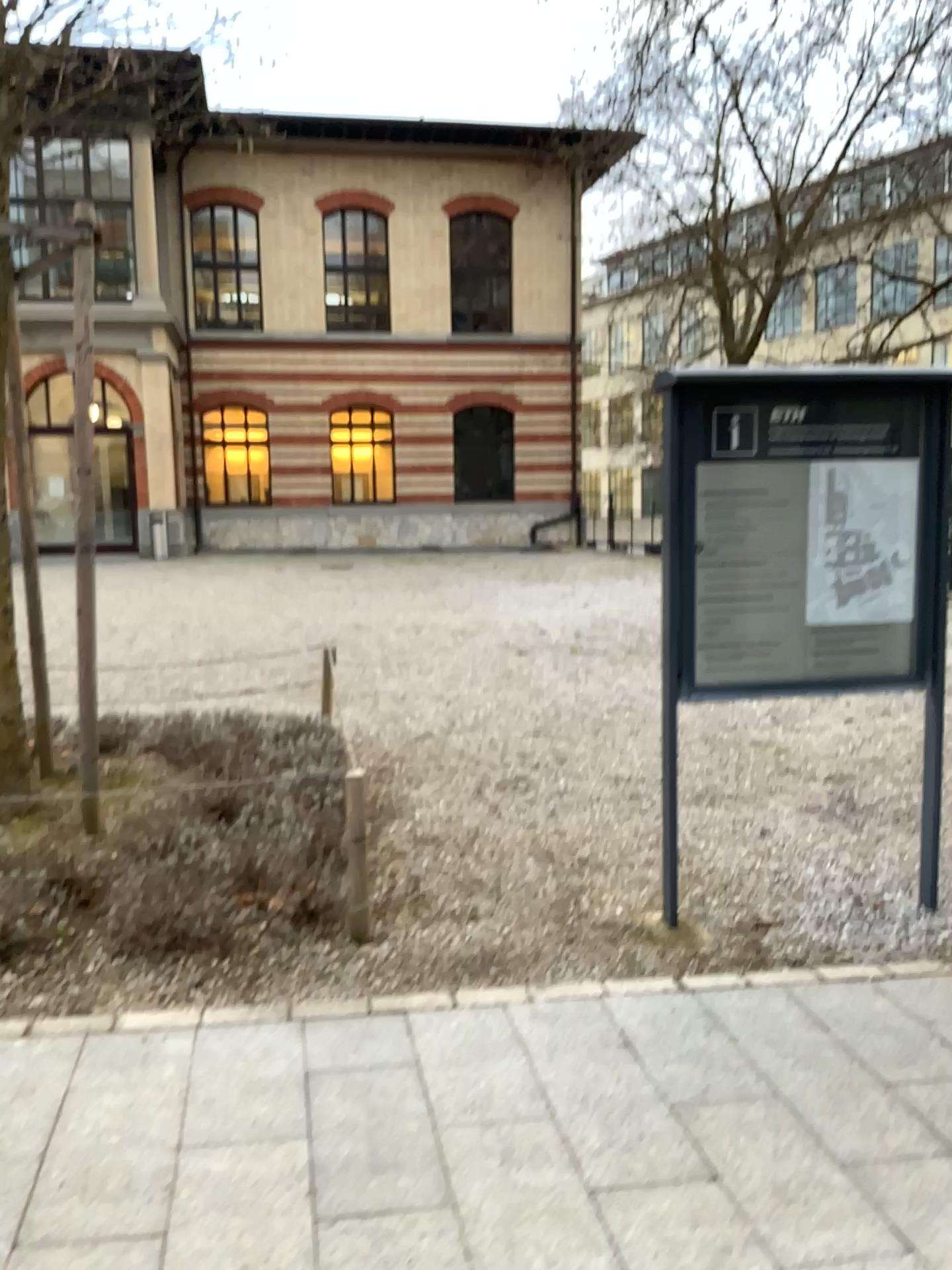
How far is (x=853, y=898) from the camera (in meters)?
4.05

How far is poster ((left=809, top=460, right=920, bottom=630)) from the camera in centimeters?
382cm

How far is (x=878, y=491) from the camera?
3.8 meters
